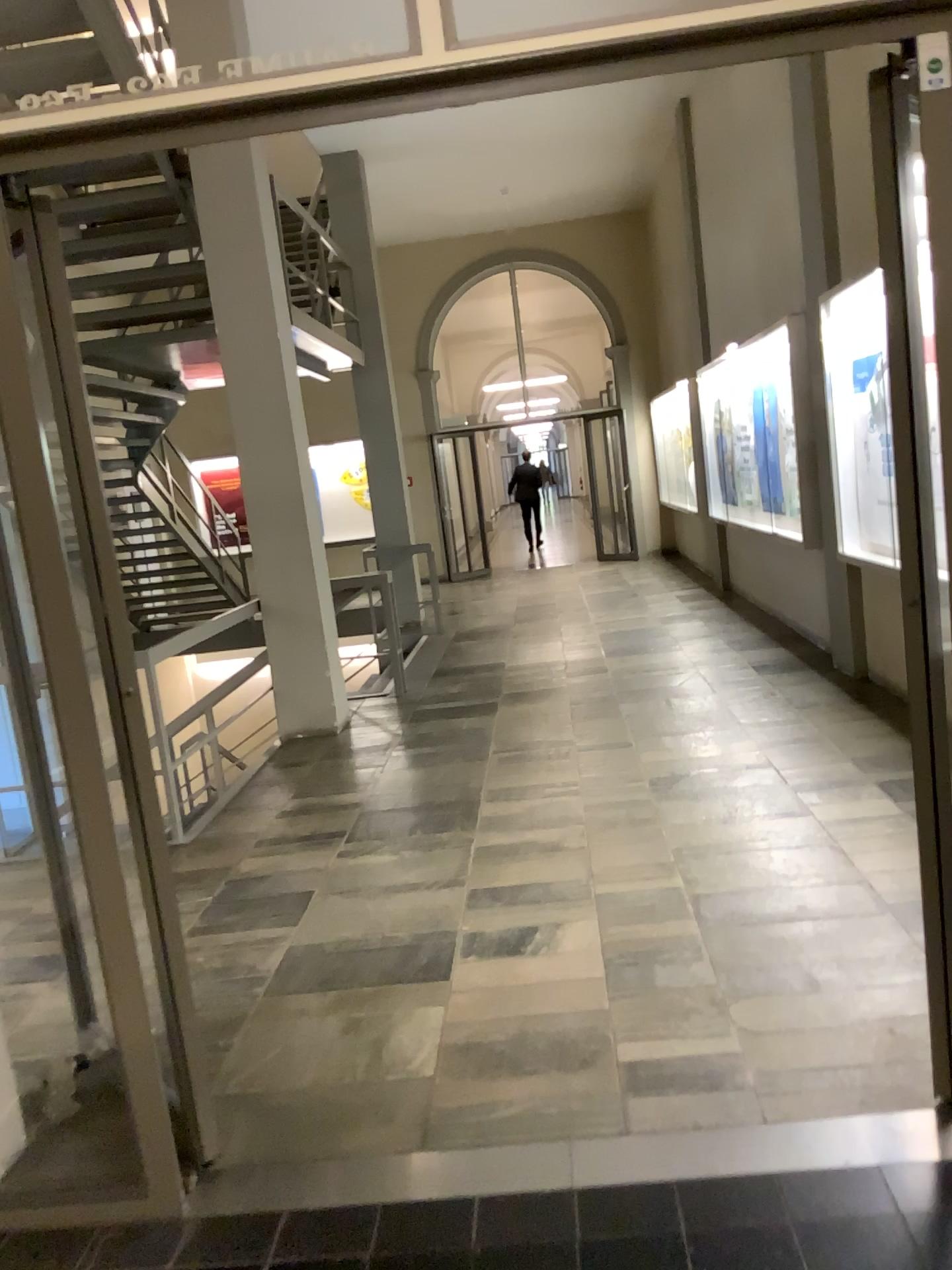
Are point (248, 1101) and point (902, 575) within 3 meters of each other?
yes
